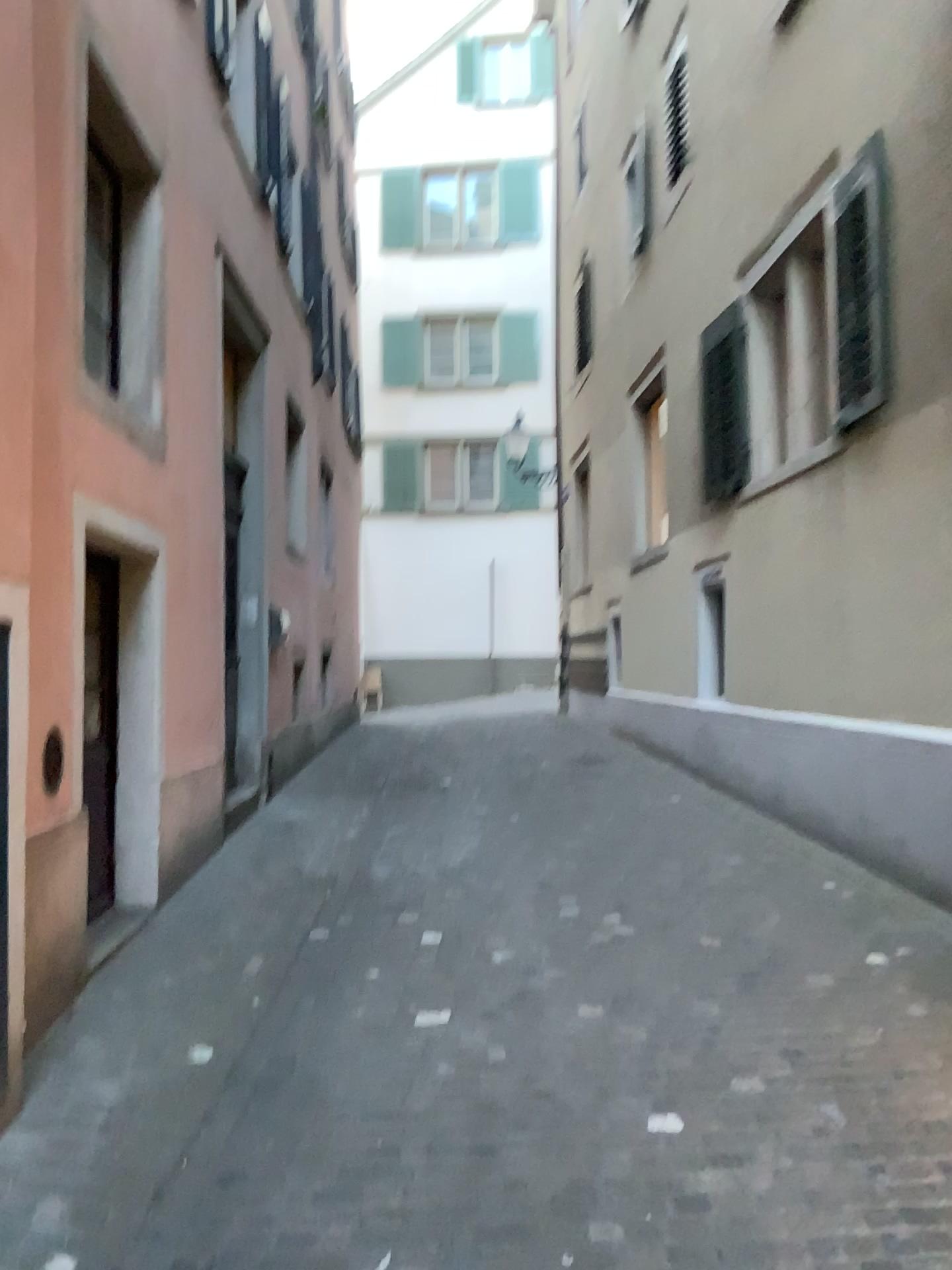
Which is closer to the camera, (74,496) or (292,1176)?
(292,1176)
